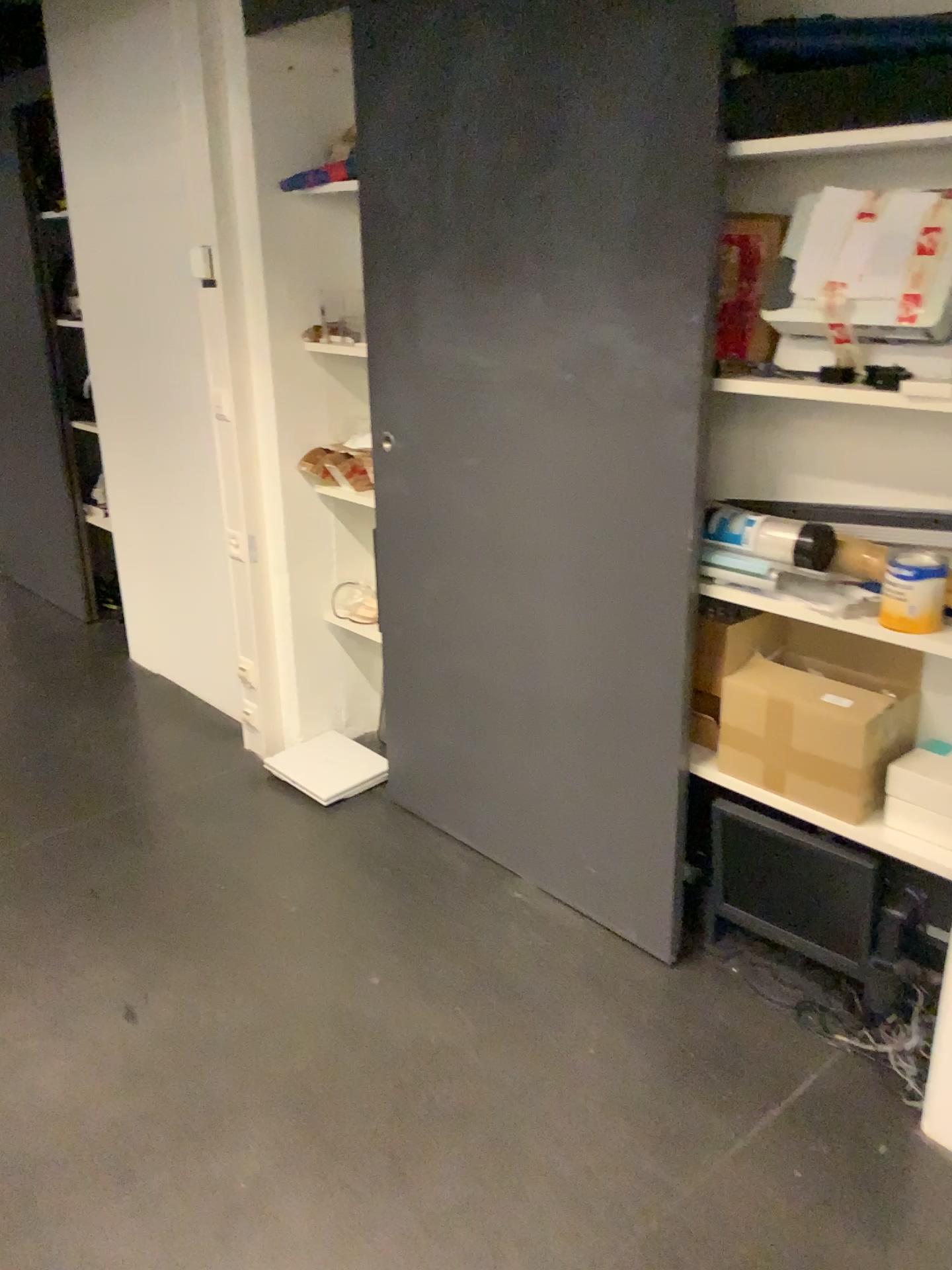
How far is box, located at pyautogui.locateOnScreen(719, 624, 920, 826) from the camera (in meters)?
1.97

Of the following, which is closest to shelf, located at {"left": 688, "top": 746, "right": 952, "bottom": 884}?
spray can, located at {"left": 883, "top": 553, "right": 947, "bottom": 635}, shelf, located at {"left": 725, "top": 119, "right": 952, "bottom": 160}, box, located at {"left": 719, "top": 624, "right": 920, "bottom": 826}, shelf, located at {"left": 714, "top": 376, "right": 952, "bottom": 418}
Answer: box, located at {"left": 719, "top": 624, "right": 920, "bottom": 826}

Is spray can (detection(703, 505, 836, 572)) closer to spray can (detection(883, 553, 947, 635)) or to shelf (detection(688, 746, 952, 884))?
spray can (detection(883, 553, 947, 635))

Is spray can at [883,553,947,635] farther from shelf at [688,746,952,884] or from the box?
shelf at [688,746,952,884]

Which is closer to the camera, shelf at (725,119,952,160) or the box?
shelf at (725,119,952,160)

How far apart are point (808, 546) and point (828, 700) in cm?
29

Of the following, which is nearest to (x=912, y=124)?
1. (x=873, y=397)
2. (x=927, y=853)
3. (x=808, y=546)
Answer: (x=873, y=397)

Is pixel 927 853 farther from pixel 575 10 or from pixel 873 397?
pixel 575 10

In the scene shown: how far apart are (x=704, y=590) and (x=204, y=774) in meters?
1.8 m

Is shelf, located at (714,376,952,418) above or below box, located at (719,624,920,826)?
above
